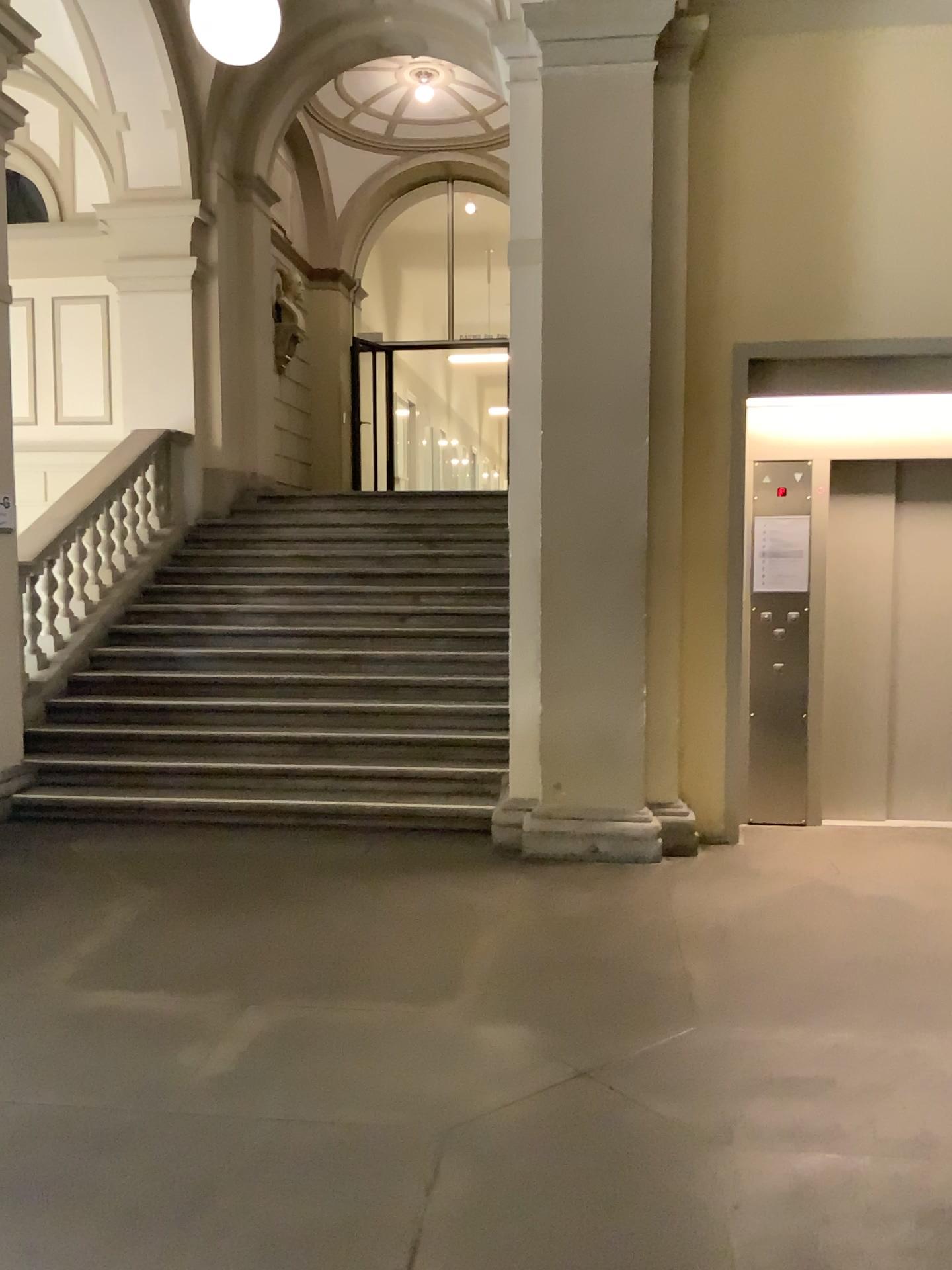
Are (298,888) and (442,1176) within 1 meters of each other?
no
